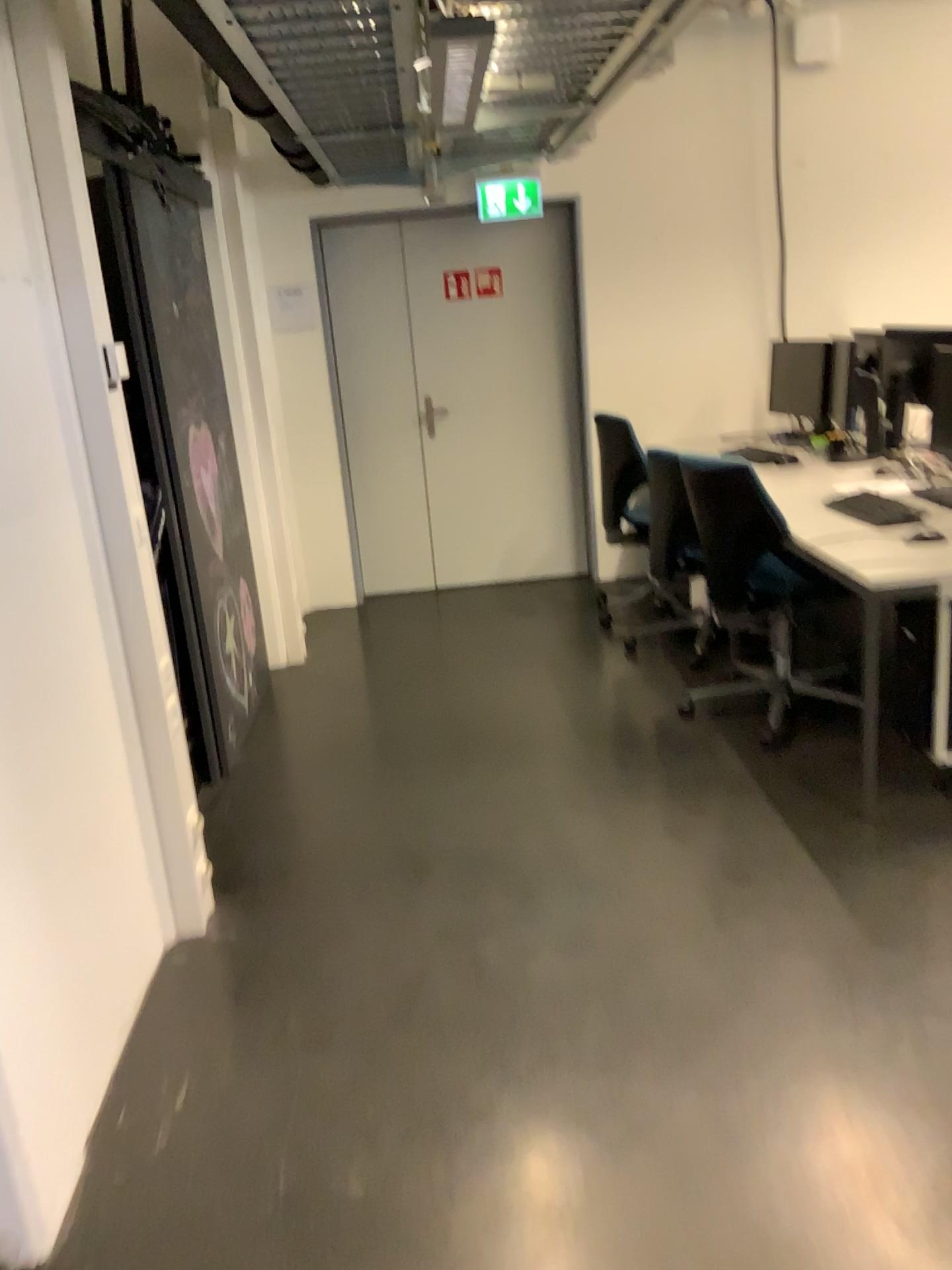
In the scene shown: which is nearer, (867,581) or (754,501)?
(867,581)

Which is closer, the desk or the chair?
the desk

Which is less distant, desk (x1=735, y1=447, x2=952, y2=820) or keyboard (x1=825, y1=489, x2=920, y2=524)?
desk (x1=735, y1=447, x2=952, y2=820)

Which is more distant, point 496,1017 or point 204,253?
point 204,253

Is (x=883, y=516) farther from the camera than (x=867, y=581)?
Yes

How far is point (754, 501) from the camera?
3.54m

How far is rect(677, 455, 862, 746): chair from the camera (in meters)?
3.54
